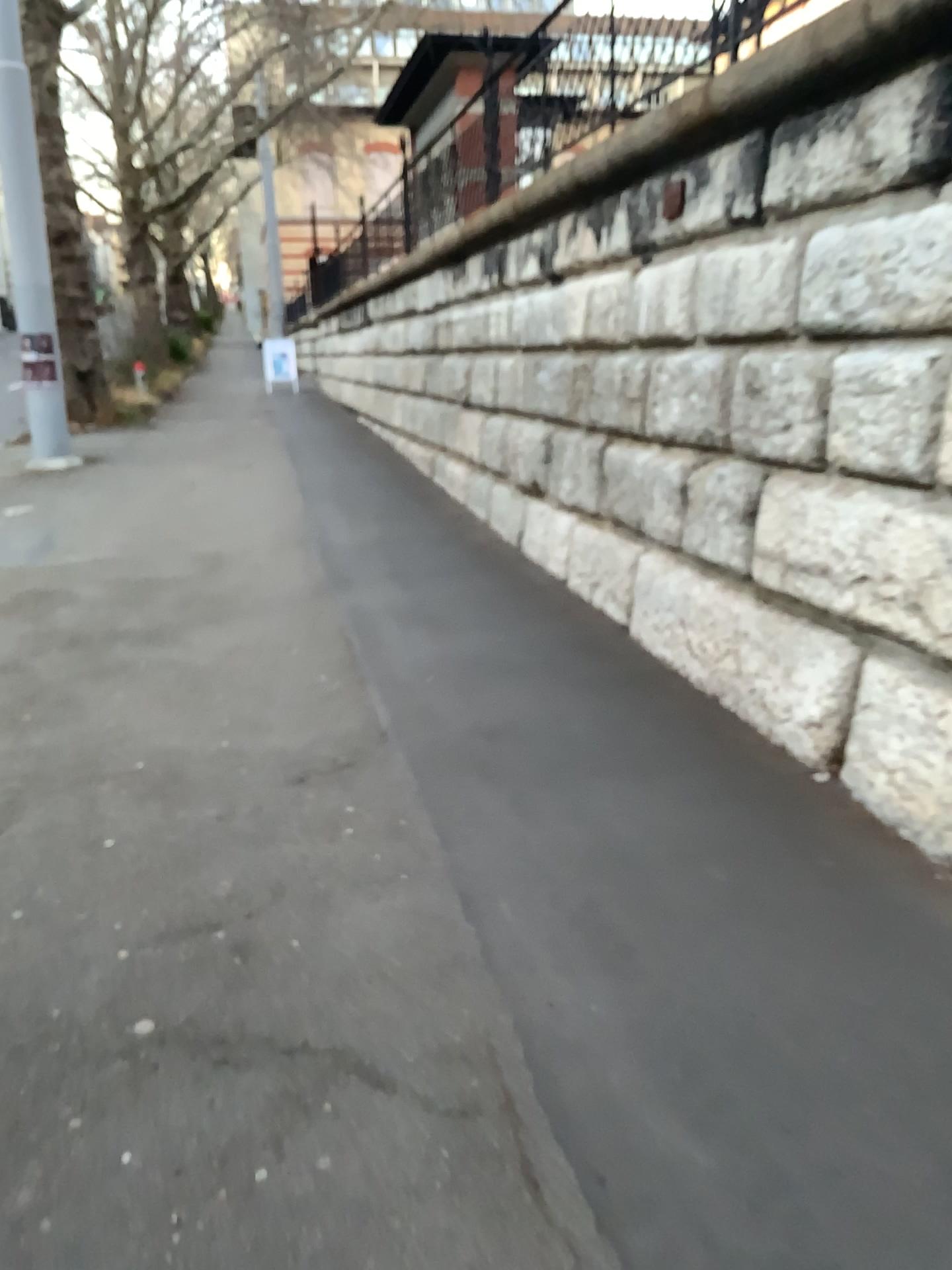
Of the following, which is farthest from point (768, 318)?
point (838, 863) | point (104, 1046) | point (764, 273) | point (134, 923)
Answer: point (104, 1046)
